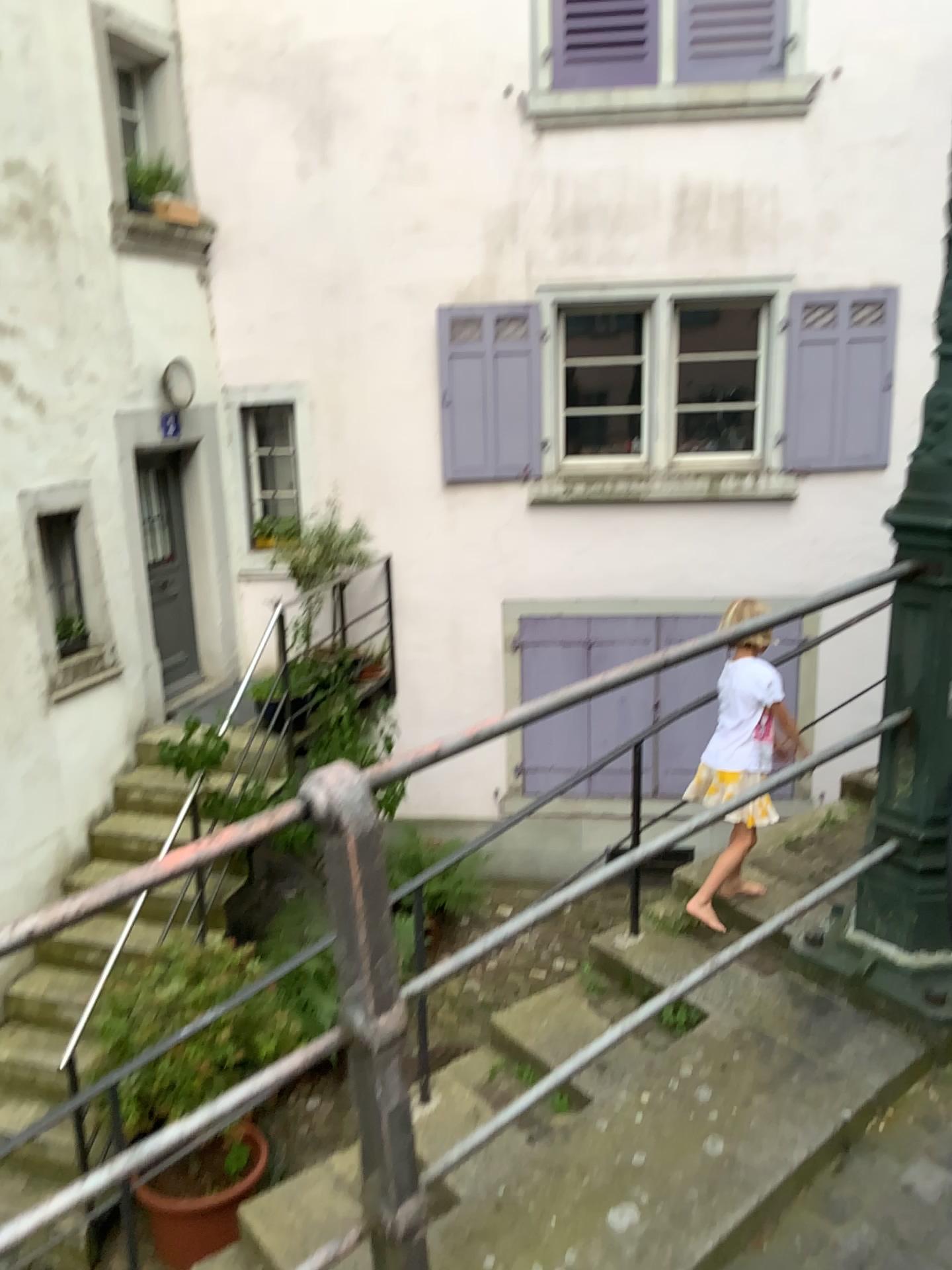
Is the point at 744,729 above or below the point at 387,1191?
below
